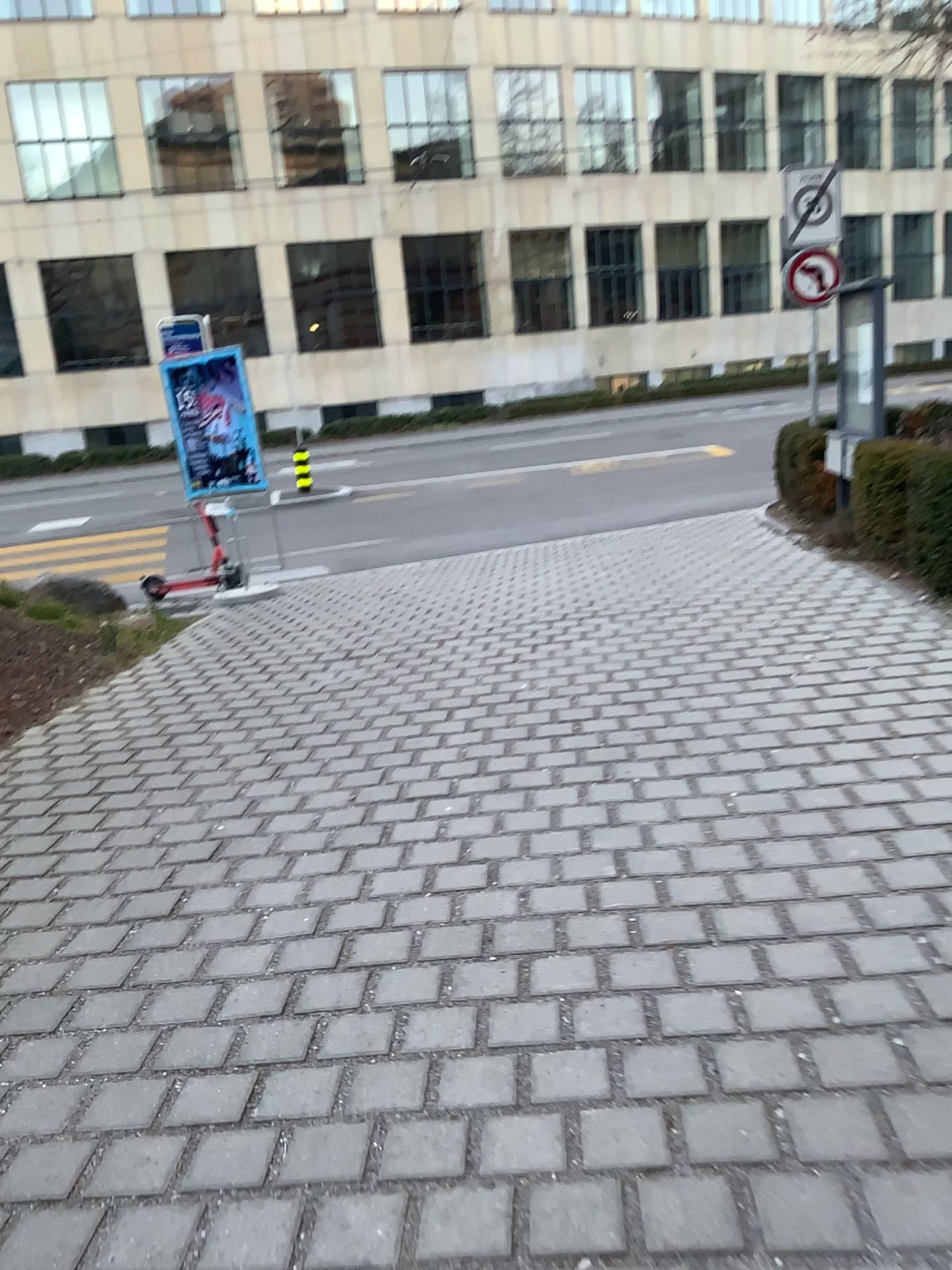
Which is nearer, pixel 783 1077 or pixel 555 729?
pixel 783 1077
